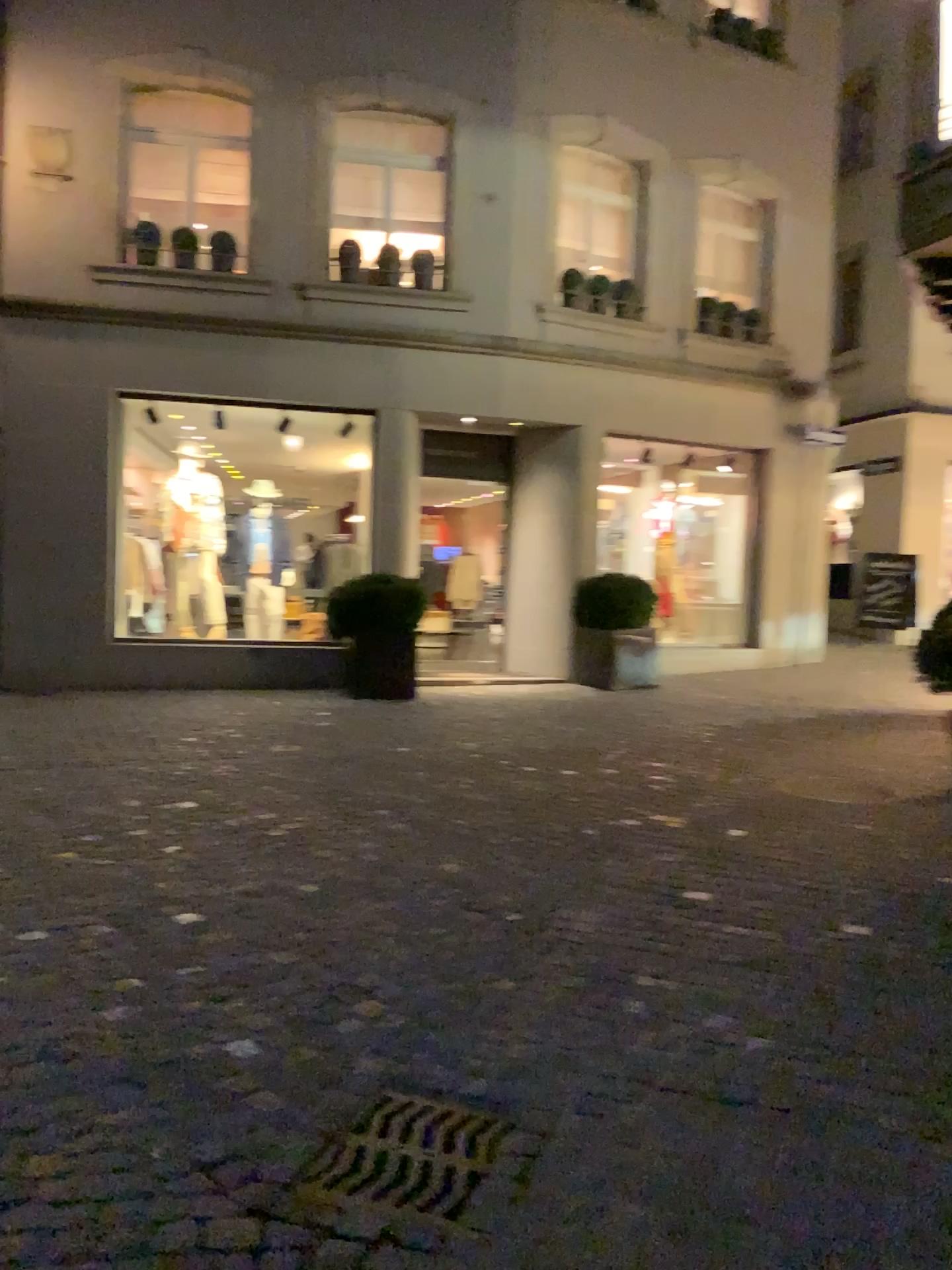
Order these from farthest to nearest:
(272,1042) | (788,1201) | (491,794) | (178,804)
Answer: (491,794) < (178,804) < (272,1042) < (788,1201)
